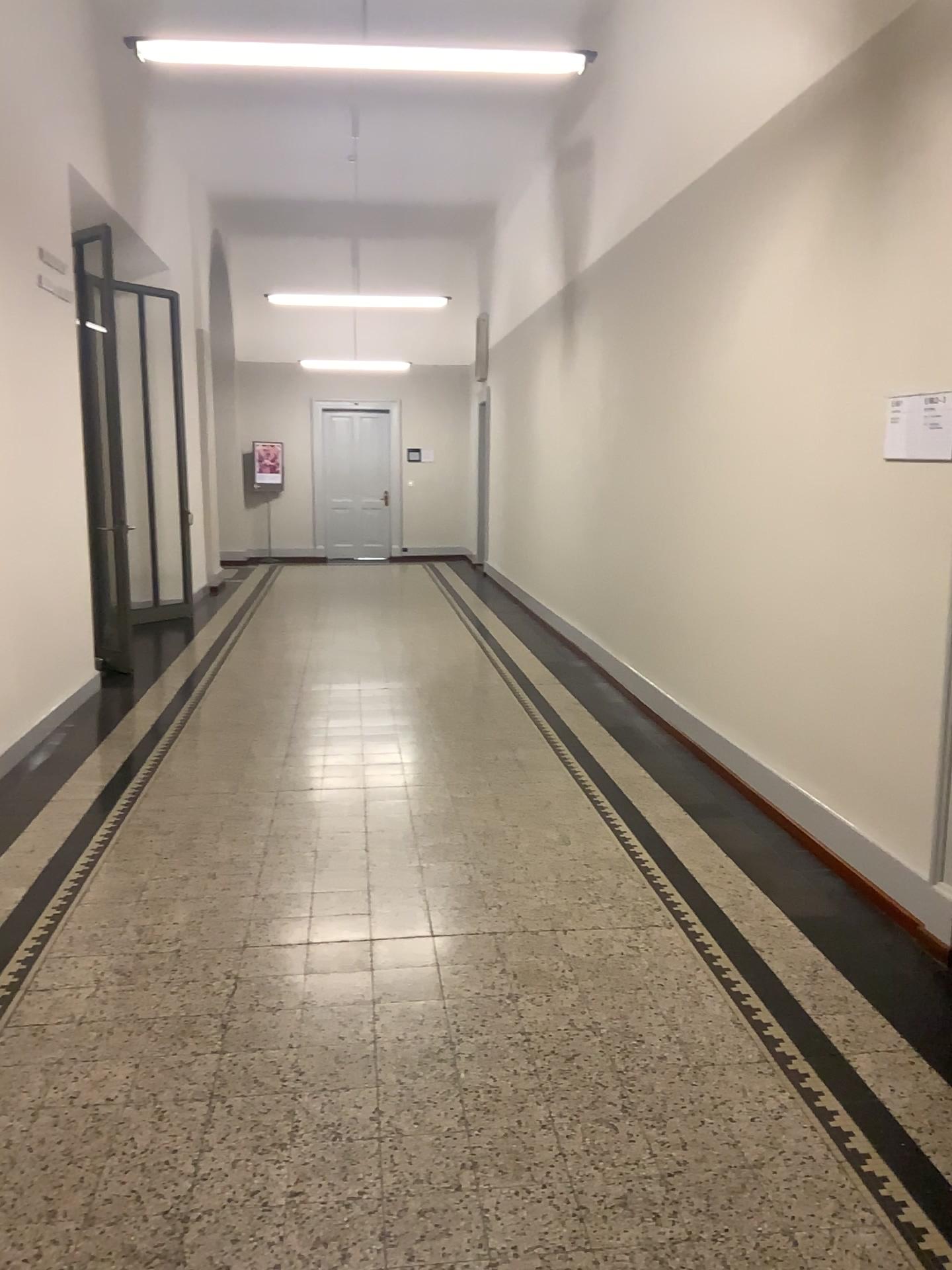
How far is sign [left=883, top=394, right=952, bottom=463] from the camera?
3.3m

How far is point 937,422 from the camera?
3.3 meters

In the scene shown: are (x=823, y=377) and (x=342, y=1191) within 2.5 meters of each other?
Answer: no
